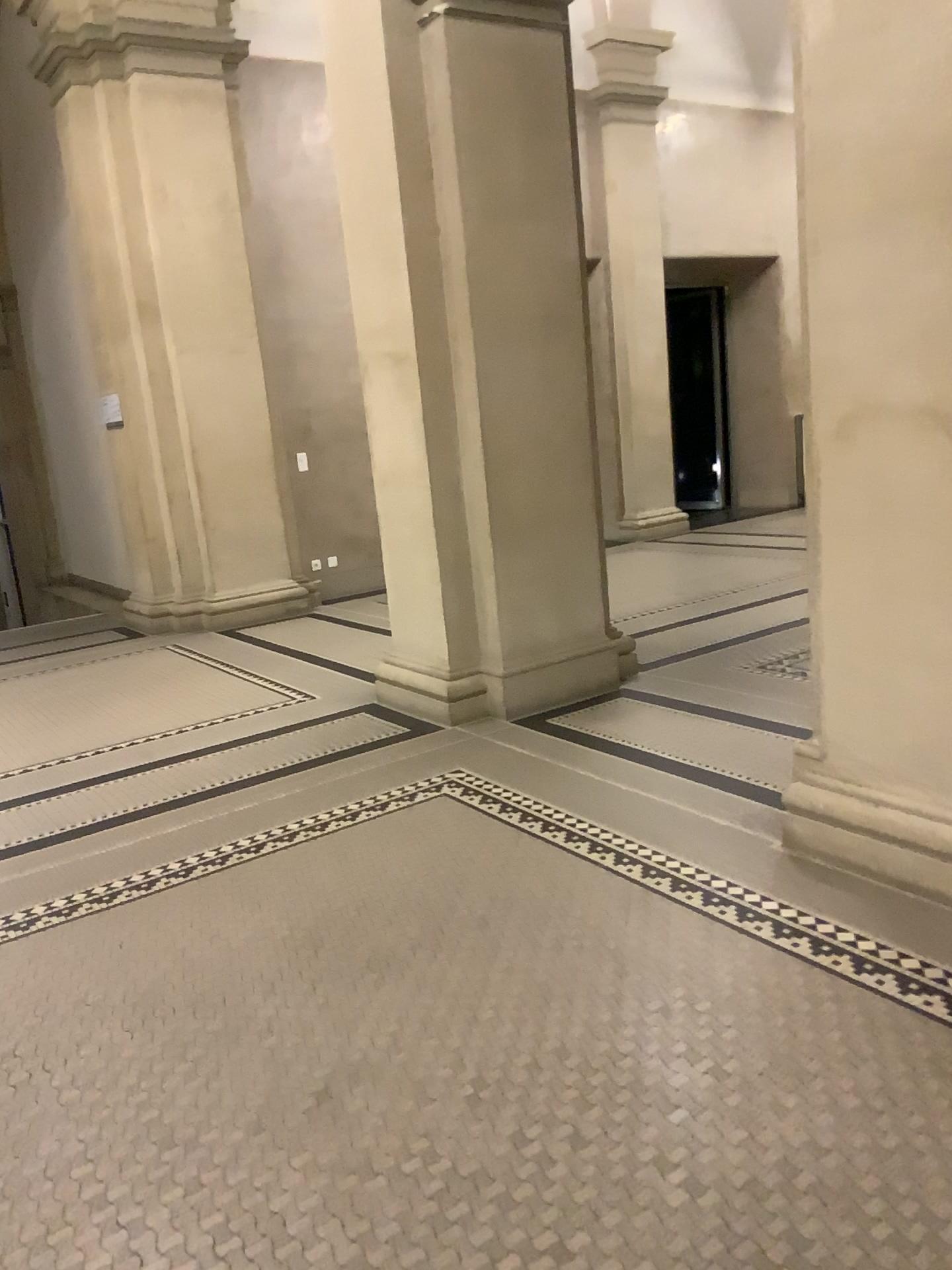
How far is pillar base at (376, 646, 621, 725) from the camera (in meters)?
4.90

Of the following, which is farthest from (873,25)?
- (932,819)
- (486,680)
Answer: (486,680)

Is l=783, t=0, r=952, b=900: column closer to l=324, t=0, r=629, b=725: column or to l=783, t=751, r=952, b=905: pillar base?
l=783, t=751, r=952, b=905: pillar base

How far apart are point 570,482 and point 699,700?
1.2m

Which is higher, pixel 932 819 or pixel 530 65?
pixel 530 65

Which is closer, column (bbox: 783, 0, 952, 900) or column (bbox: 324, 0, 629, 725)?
column (bbox: 783, 0, 952, 900)

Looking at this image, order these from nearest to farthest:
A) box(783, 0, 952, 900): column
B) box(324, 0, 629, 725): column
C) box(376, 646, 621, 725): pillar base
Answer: box(783, 0, 952, 900): column → box(324, 0, 629, 725): column → box(376, 646, 621, 725): pillar base

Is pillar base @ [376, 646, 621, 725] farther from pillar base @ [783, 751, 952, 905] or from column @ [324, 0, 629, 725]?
pillar base @ [783, 751, 952, 905]

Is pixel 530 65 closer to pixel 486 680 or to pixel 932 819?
pixel 486 680

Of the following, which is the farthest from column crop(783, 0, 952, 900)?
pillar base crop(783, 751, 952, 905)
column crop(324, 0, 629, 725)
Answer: column crop(324, 0, 629, 725)
